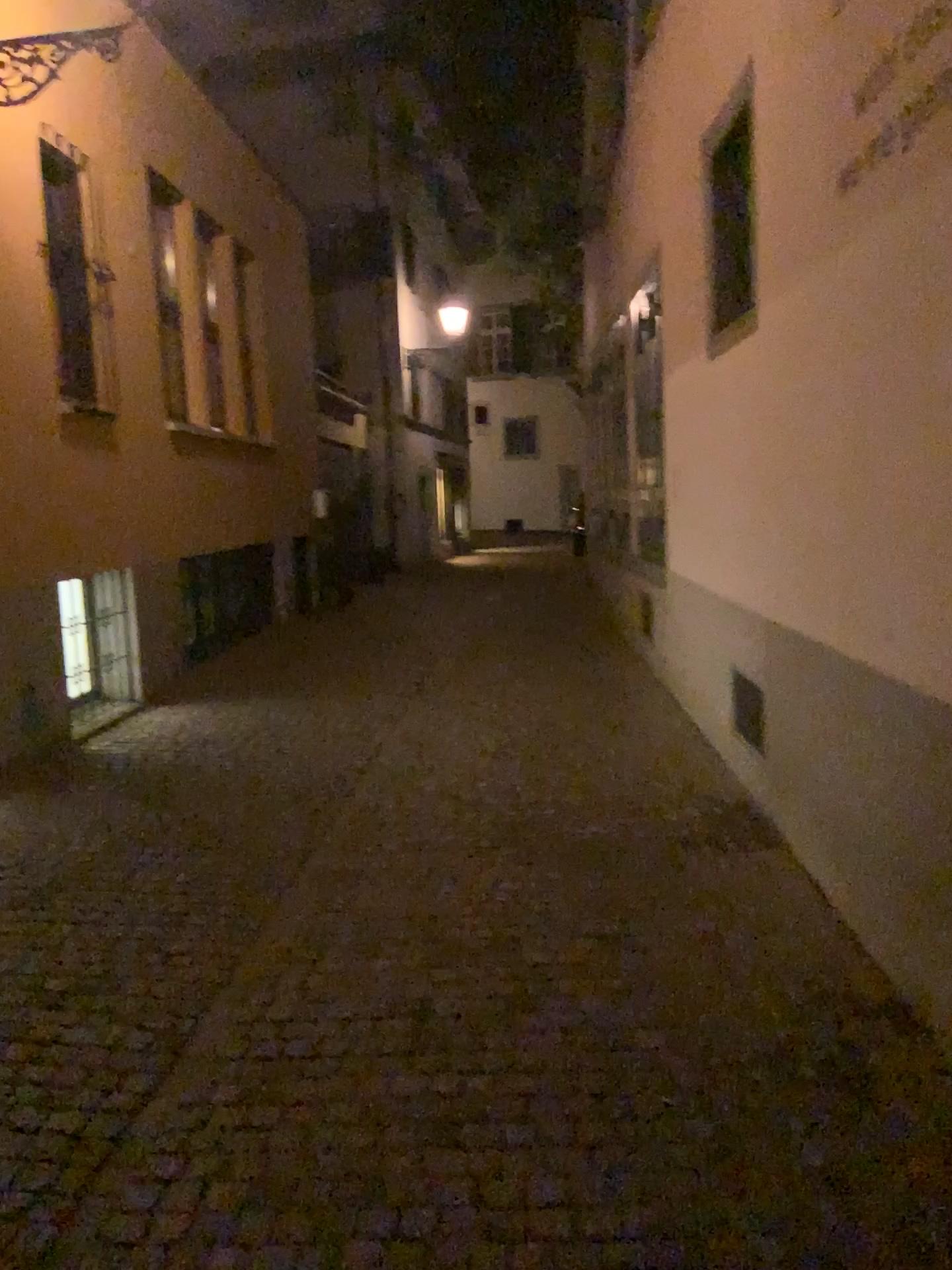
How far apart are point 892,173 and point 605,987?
2.5m
